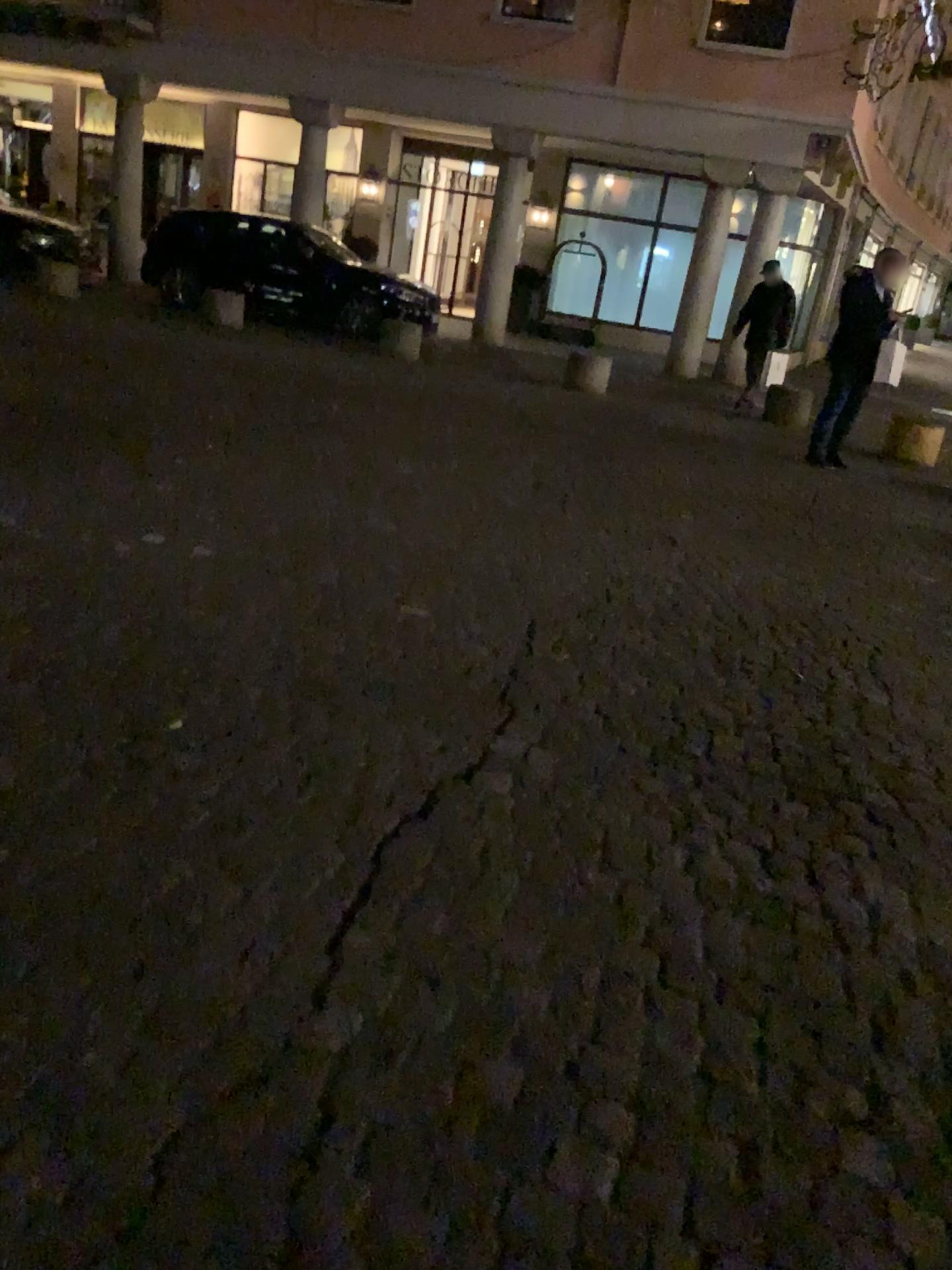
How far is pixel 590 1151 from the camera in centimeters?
153cm
